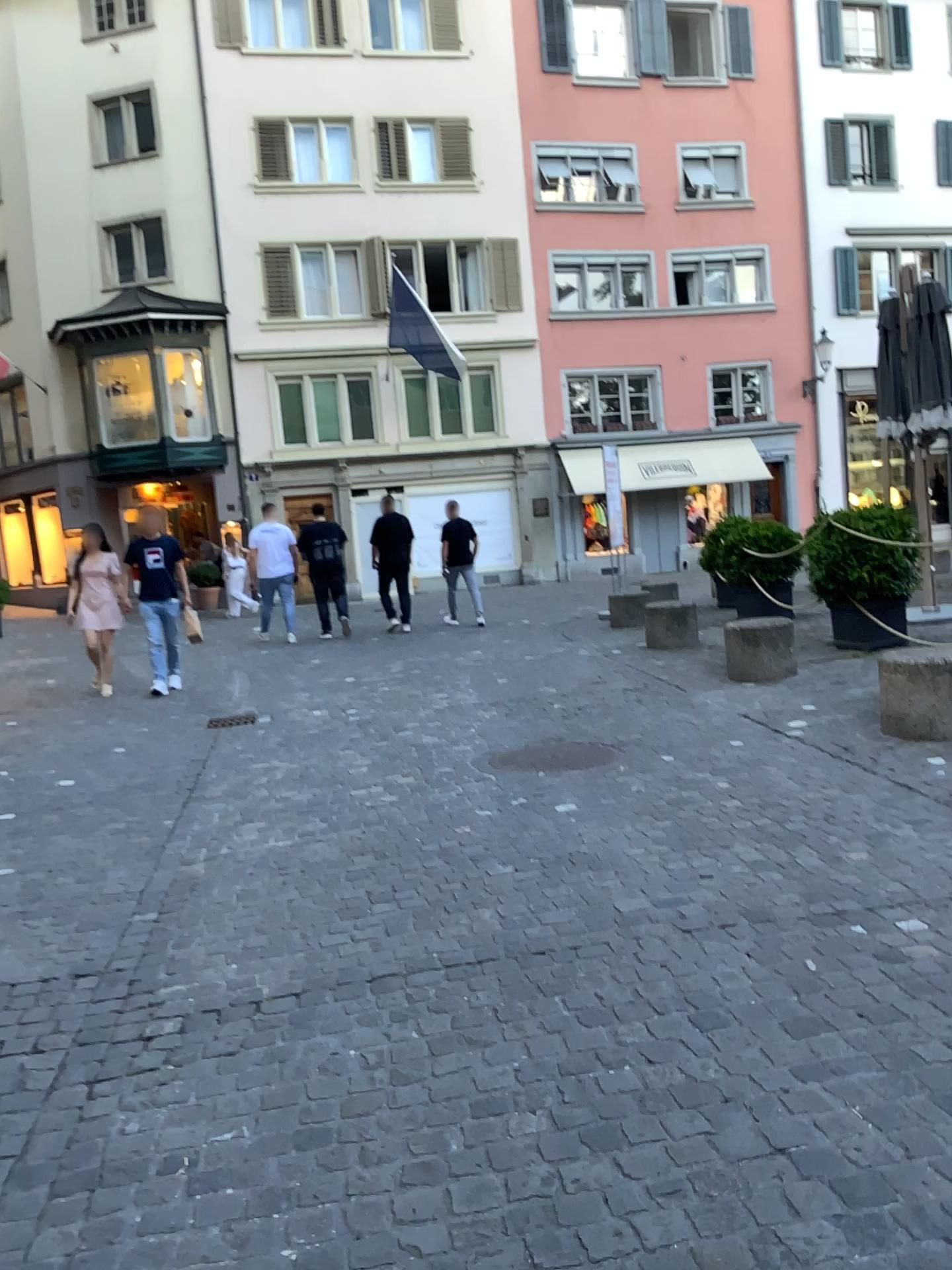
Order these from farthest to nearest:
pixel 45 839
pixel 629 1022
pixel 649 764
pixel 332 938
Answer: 1. pixel 649 764
2. pixel 45 839
3. pixel 332 938
4. pixel 629 1022
